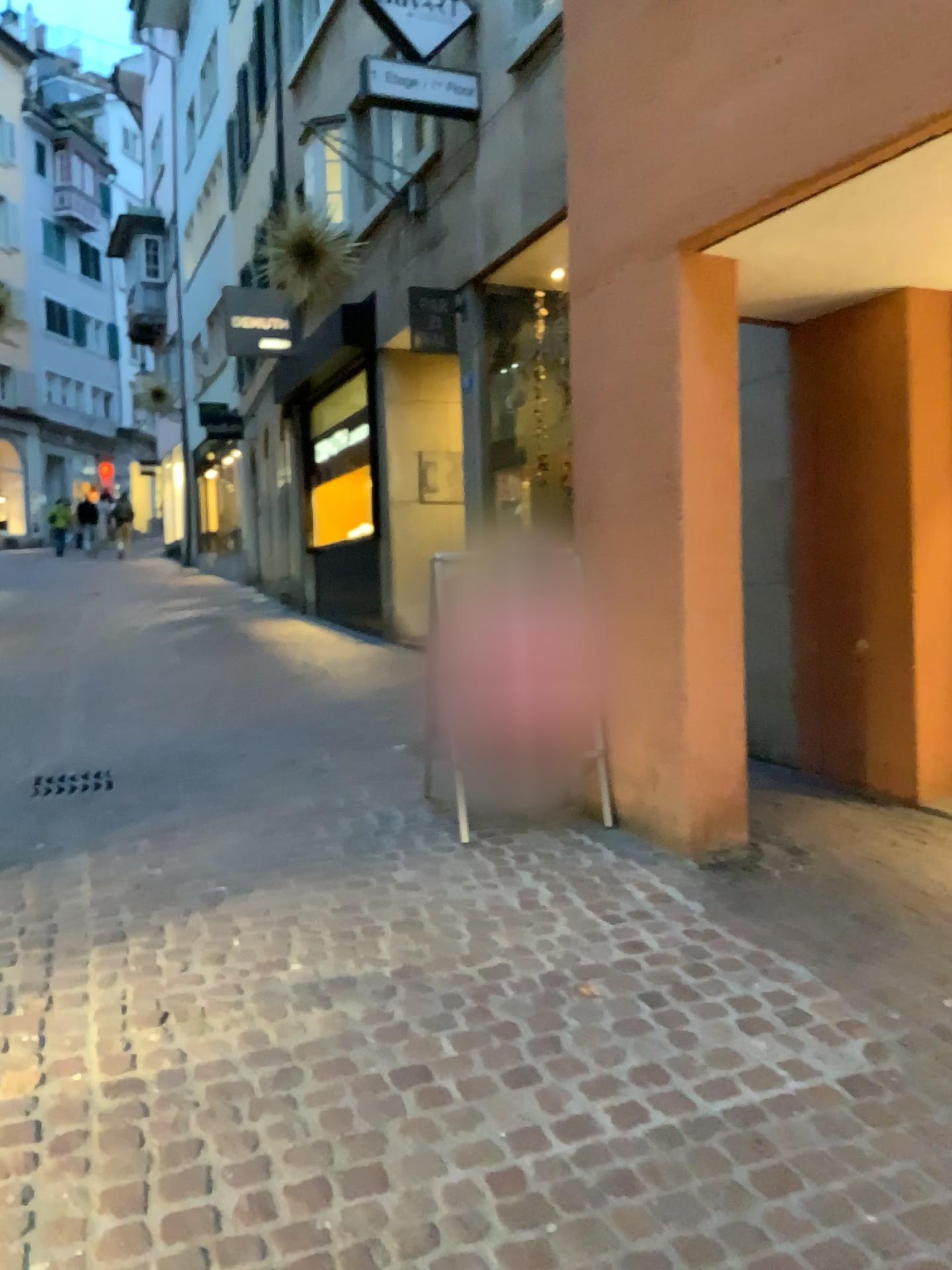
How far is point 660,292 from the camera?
3.89m

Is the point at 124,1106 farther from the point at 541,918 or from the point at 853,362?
the point at 853,362

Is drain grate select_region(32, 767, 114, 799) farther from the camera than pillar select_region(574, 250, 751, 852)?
Yes

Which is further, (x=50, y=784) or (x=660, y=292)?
(x=50, y=784)

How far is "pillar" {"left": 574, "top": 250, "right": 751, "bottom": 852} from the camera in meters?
3.9 m

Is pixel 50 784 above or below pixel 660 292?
below
